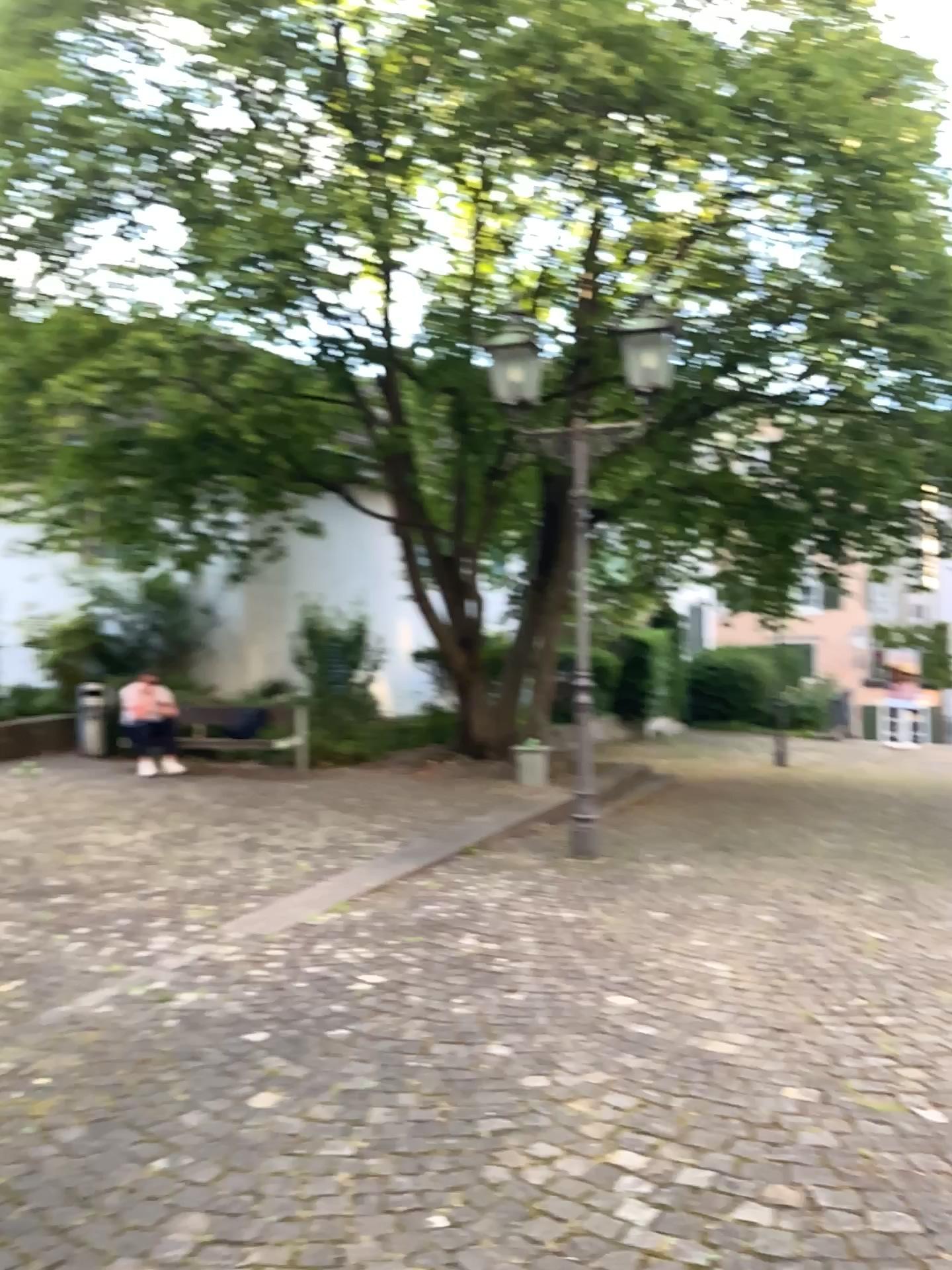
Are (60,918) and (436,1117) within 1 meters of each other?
no
